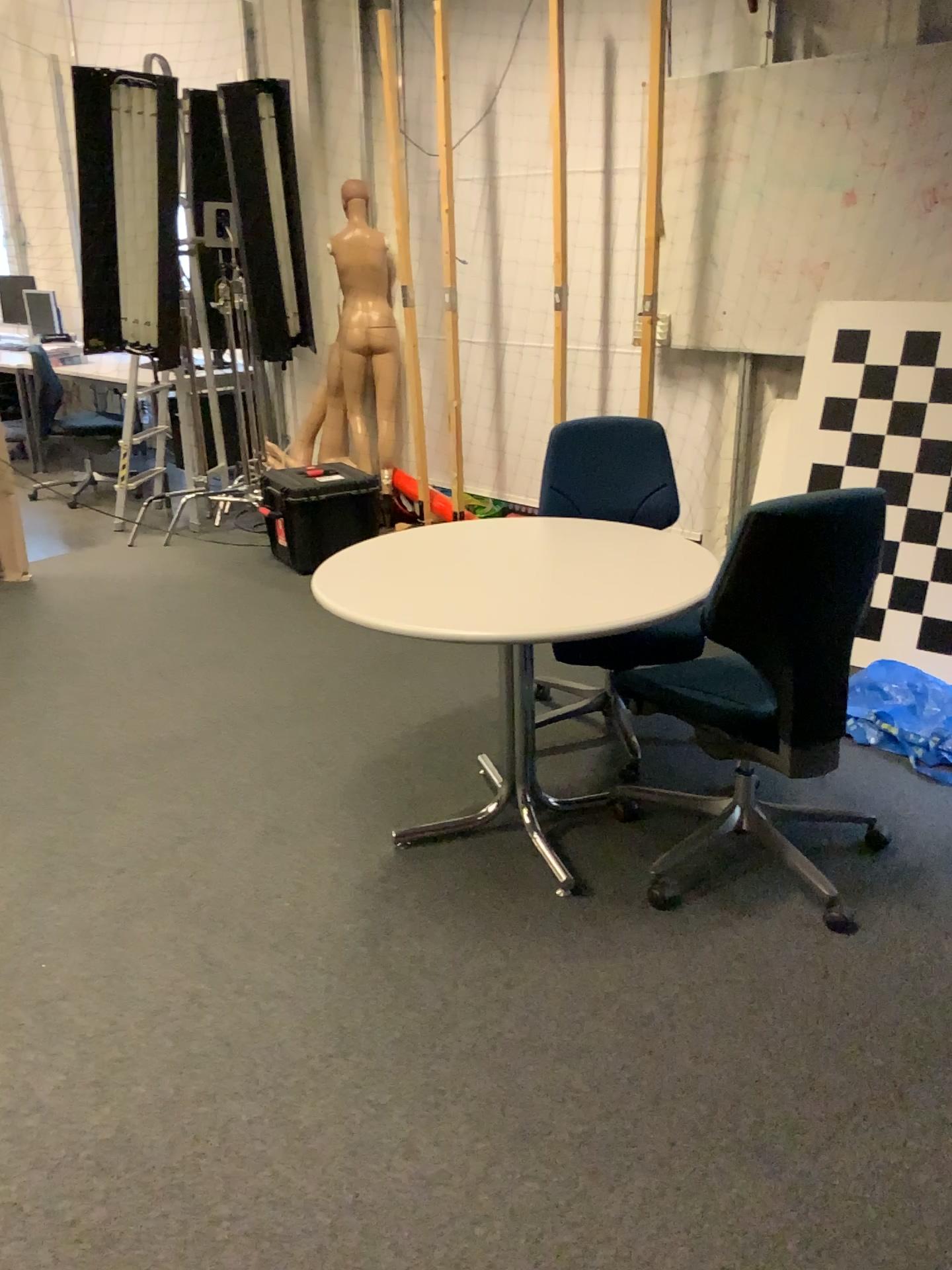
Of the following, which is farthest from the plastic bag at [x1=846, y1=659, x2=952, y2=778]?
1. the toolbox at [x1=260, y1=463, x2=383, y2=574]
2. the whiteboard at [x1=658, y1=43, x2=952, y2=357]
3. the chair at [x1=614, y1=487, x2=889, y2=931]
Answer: the toolbox at [x1=260, y1=463, x2=383, y2=574]

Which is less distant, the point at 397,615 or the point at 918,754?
the point at 397,615

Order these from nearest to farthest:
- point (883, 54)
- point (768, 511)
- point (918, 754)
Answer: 1. point (768, 511)
2. point (918, 754)
3. point (883, 54)

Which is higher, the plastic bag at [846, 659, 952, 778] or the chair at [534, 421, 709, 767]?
the chair at [534, 421, 709, 767]

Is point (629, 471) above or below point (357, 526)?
above

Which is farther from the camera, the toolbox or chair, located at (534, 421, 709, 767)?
the toolbox

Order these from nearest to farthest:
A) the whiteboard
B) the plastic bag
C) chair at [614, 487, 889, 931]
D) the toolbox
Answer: chair at [614, 487, 889, 931] → the plastic bag → the whiteboard → the toolbox

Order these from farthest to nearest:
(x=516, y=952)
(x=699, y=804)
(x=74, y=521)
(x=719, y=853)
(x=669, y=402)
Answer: (x=74, y=521) < (x=669, y=402) < (x=699, y=804) < (x=719, y=853) < (x=516, y=952)

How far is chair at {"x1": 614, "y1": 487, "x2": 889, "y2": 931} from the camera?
2.19m

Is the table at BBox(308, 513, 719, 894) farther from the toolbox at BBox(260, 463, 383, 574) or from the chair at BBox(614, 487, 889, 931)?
the toolbox at BBox(260, 463, 383, 574)
